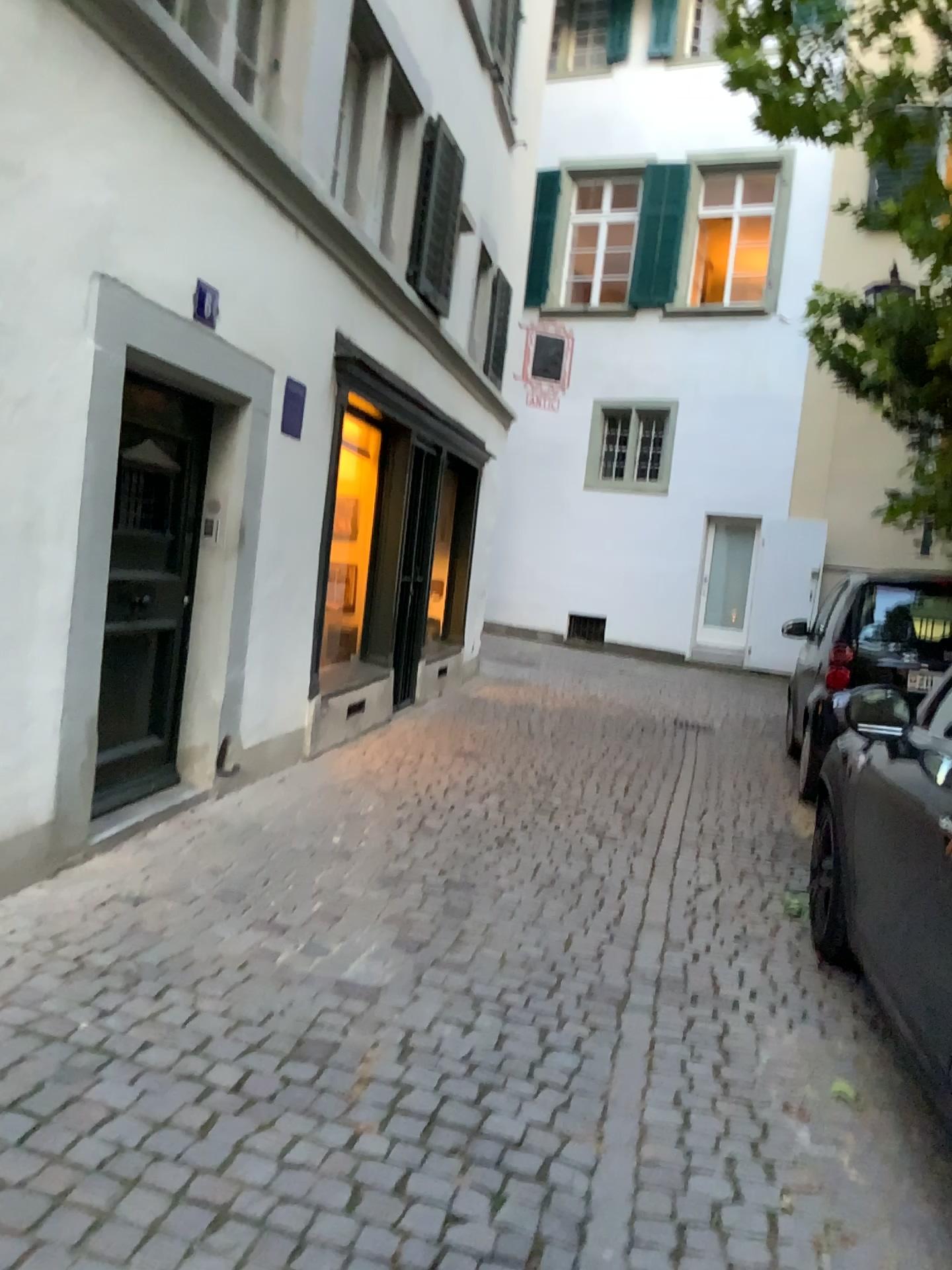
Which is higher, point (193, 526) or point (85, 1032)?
point (193, 526)

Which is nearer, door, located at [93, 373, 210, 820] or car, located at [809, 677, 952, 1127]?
car, located at [809, 677, 952, 1127]

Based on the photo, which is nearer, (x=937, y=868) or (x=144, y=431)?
(x=937, y=868)

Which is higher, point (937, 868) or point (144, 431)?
point (144, 431)
